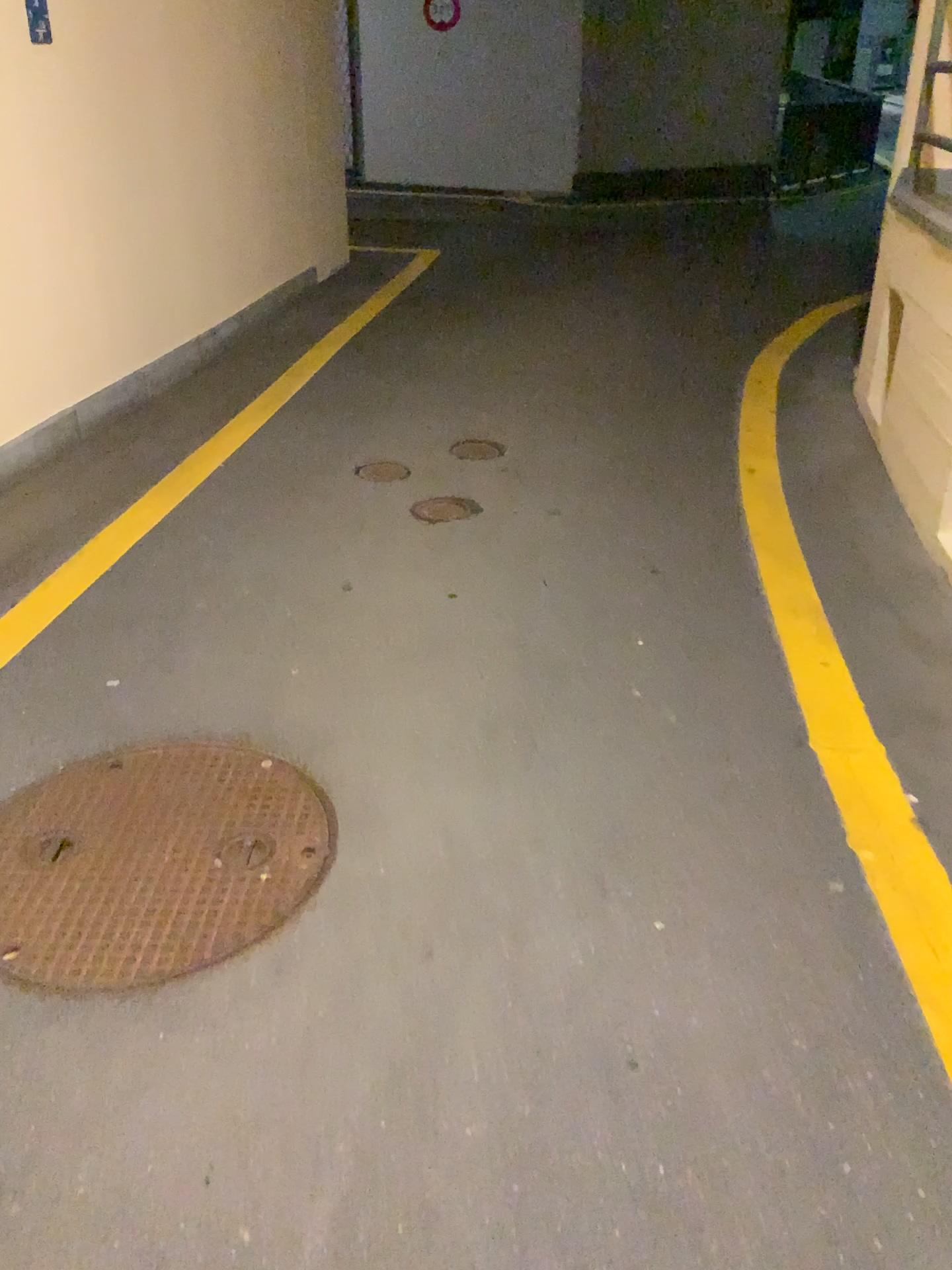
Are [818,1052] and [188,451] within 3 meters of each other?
no

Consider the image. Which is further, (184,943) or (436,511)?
(436,511)

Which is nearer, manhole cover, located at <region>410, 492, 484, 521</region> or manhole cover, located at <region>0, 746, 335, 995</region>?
manhole cover, located at <region>0, 746, 335, 995</region>
